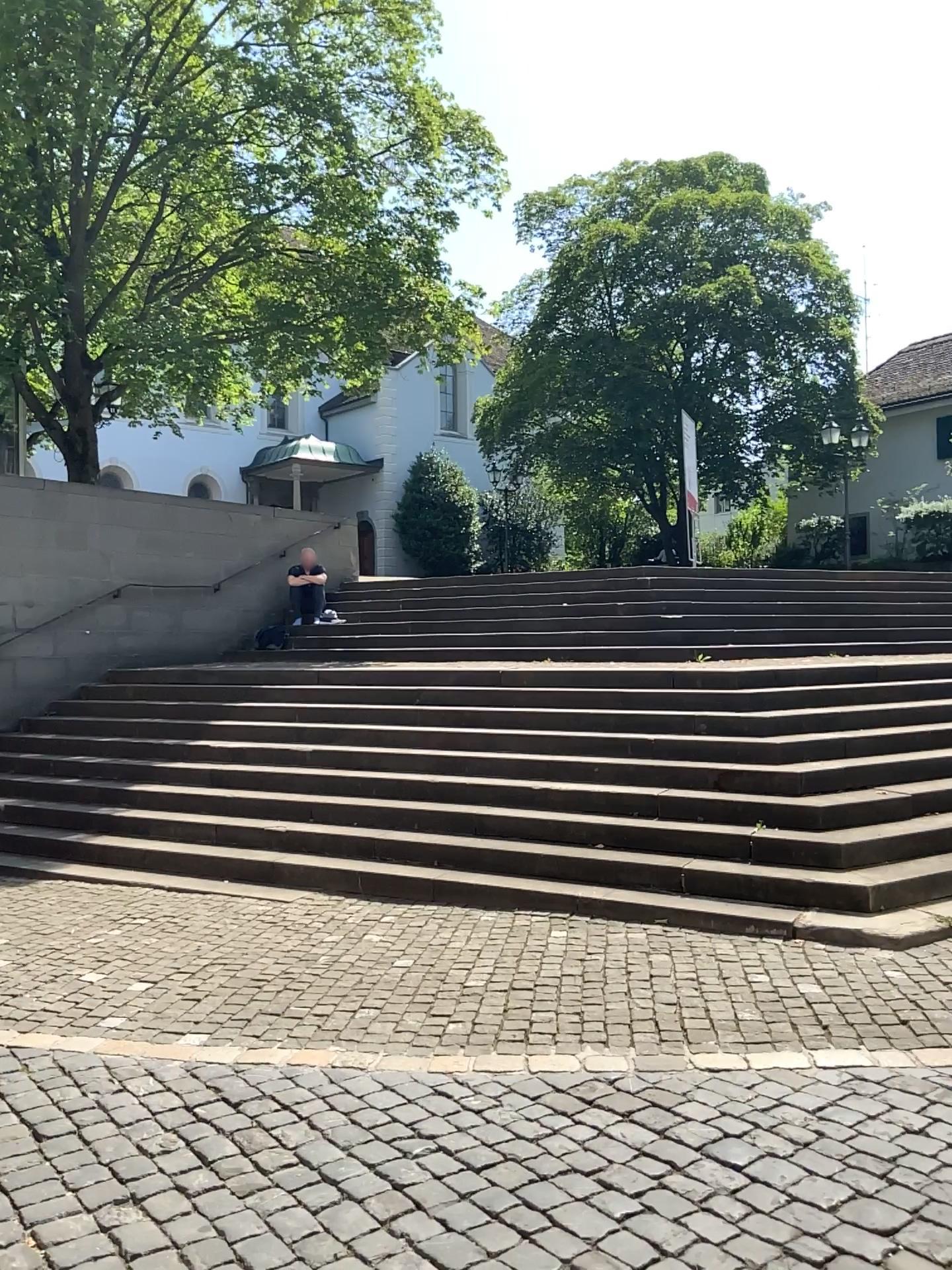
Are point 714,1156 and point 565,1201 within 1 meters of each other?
yes
